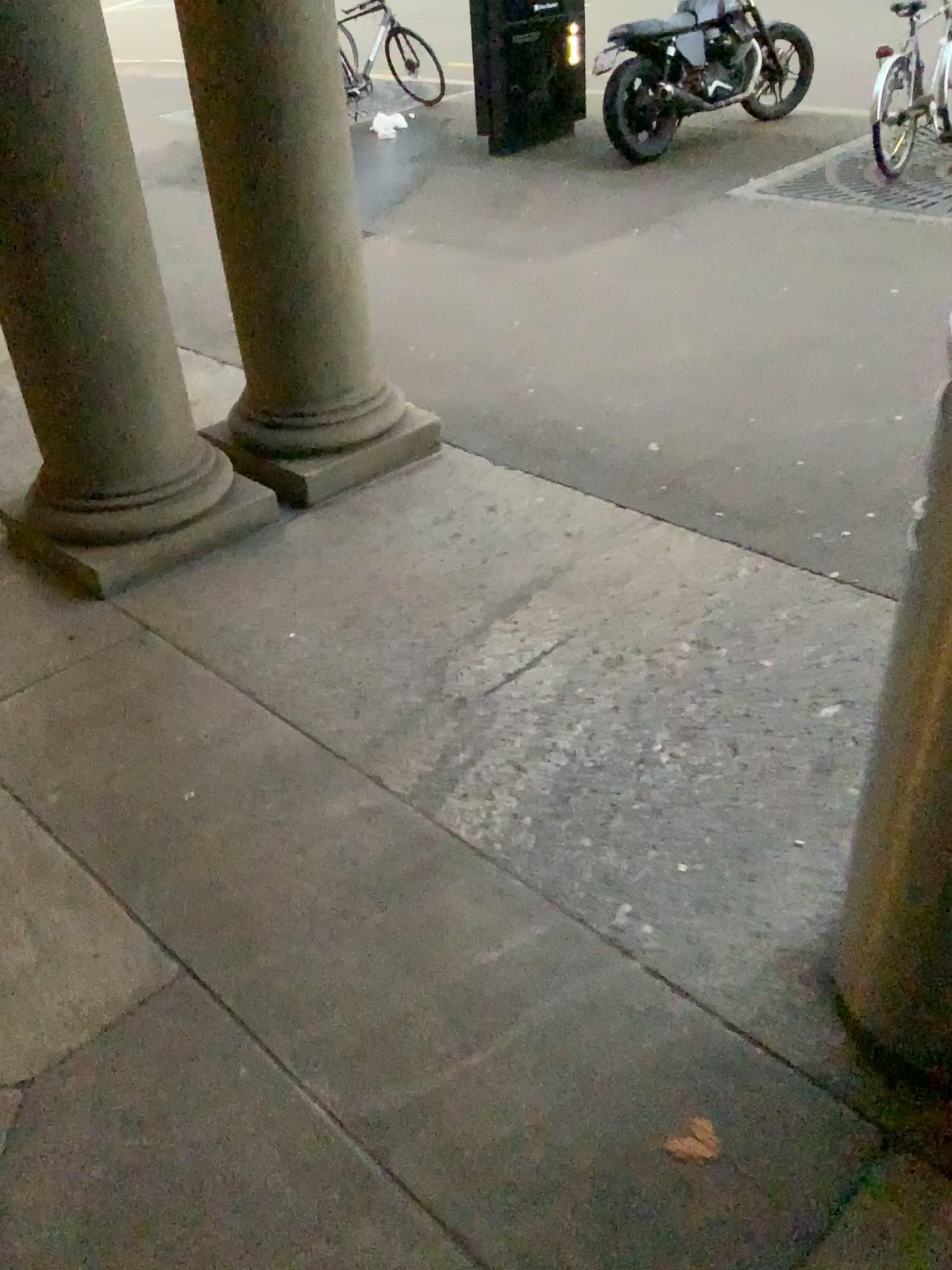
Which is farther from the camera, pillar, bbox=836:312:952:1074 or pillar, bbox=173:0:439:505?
pillar, bbox=173:0:439:505

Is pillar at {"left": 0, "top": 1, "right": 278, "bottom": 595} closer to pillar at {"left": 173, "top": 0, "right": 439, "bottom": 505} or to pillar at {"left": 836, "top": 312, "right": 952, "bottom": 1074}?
pillar at {"left": 173, "top": 0, "right": 439, "bottom": 505}

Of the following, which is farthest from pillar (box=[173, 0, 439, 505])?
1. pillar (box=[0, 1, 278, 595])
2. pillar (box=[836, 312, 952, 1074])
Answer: pillar (box=[836, 312, 952, 1074])

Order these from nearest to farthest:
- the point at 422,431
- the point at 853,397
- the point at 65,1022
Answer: the point at 65,1022 → the point at 422,431 → the point at 853,397

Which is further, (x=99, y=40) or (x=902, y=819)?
(x=99, y=40)

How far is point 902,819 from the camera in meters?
1.4

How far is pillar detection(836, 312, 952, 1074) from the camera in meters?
1.4

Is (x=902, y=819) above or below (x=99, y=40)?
below
